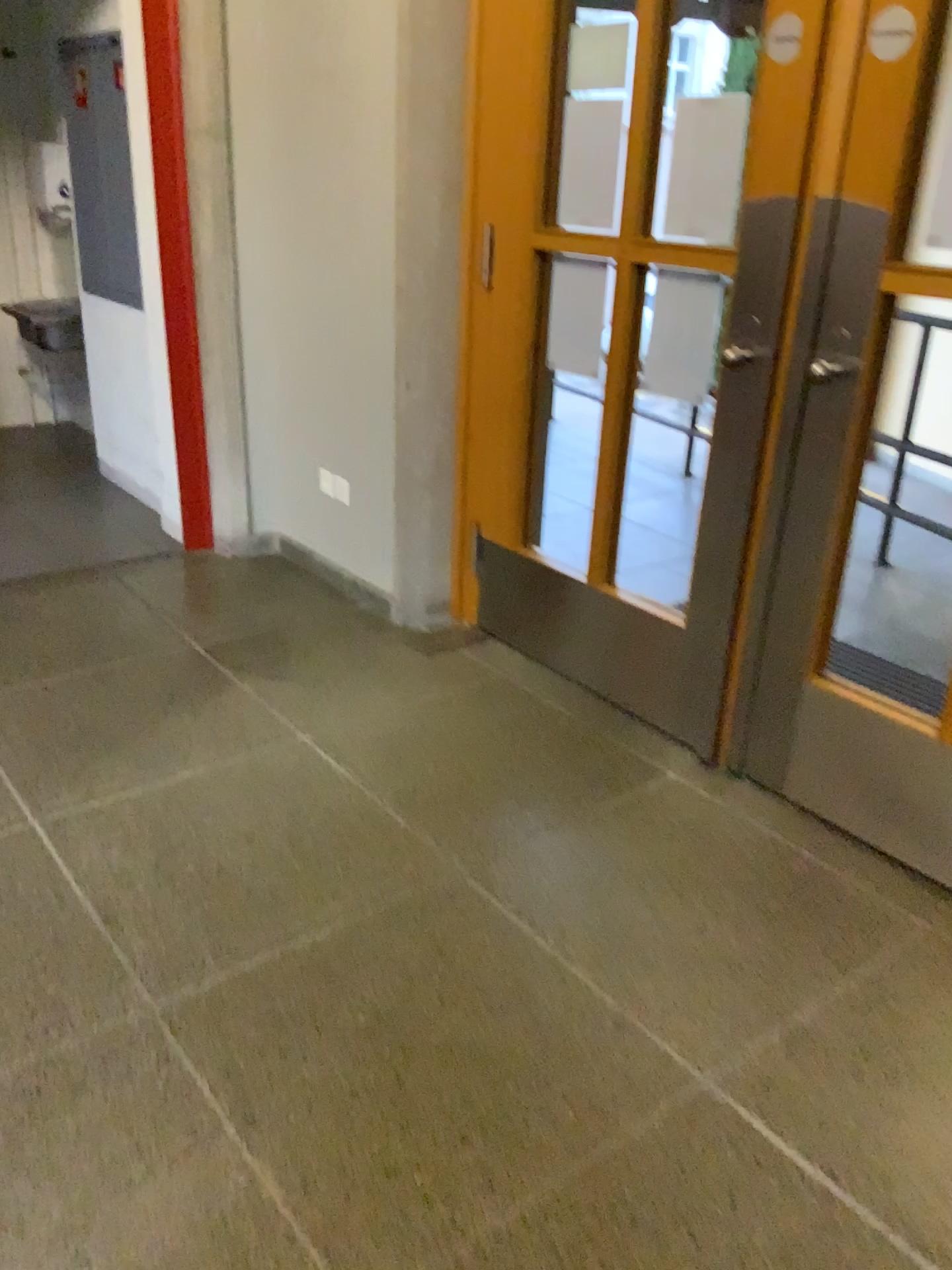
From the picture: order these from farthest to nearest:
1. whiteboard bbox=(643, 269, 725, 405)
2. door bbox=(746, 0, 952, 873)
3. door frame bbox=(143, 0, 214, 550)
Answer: Result: door frame bbox=(143, 0, 214, 550), whiteboard bbox=(643, 269, 725, 405), door bbox=(746, 0, 952, 873)

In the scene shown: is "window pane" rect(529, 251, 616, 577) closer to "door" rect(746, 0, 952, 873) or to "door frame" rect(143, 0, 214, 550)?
"door" rect(746, 0, 952, 873)

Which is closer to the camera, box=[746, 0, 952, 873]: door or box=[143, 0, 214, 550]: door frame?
box=[746, 0, 952, 873]: door

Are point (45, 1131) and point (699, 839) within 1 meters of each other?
no

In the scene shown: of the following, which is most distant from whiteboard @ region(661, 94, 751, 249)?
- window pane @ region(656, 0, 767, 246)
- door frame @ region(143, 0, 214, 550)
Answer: door frame @ region(143, 0, 214, 550)

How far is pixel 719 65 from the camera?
2.31m

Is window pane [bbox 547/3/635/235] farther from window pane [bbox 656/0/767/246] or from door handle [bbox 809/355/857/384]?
door handle [bbox 809/355/857/384]

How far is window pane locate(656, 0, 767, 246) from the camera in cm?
231

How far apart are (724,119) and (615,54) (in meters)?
0.40

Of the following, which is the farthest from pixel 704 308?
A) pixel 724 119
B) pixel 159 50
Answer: pixel 159 50
